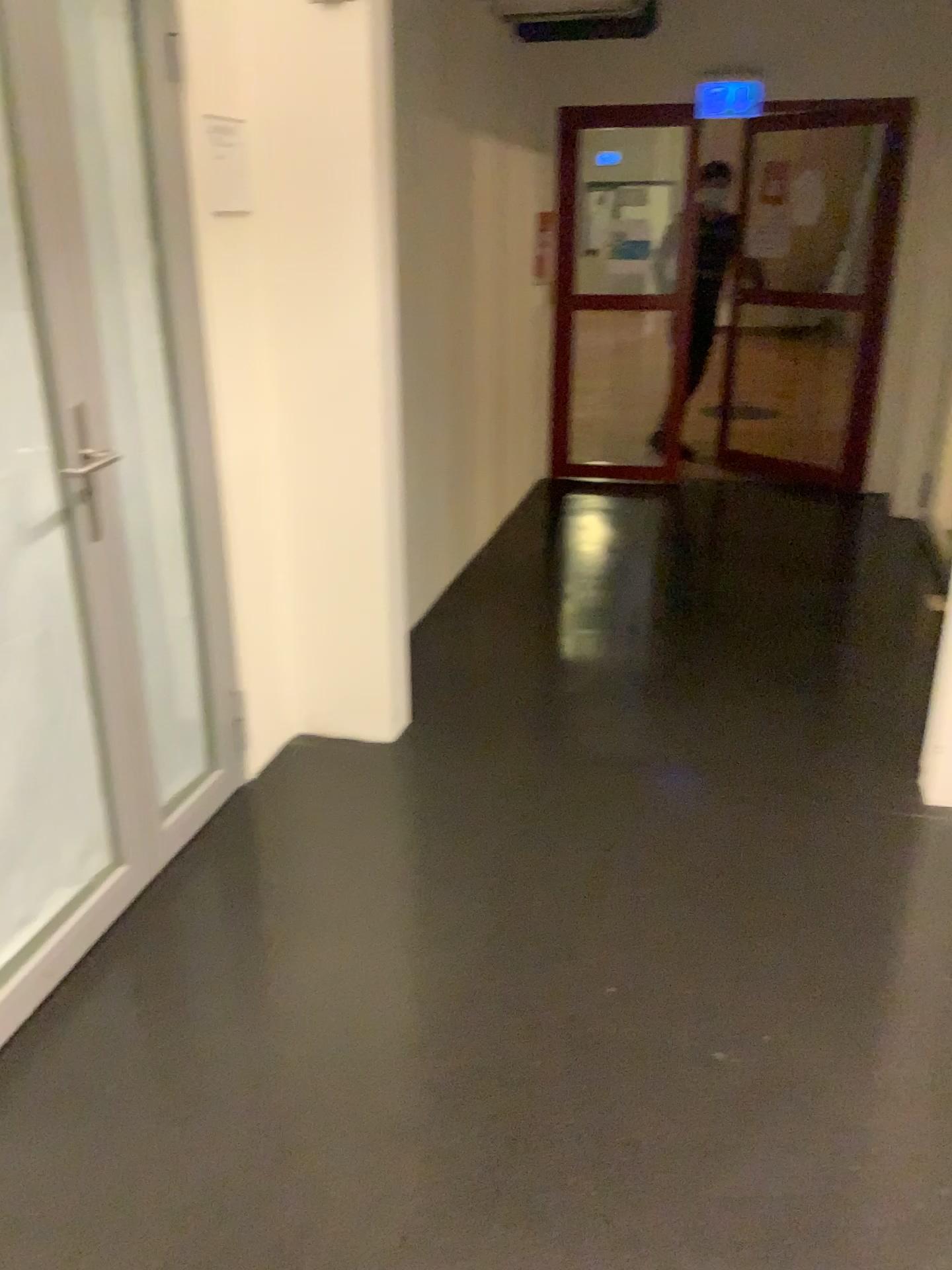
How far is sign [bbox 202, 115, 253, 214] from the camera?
2.4 meters

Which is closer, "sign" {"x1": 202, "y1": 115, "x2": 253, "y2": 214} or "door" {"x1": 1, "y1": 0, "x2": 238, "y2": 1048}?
"door" {"x1": 1, "y1": 0, "x2": 238, "y2": 1048}

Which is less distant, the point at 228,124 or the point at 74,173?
the point at 74,173

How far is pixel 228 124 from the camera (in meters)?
2.44

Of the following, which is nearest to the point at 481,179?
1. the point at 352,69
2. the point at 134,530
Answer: the point at 352,69
